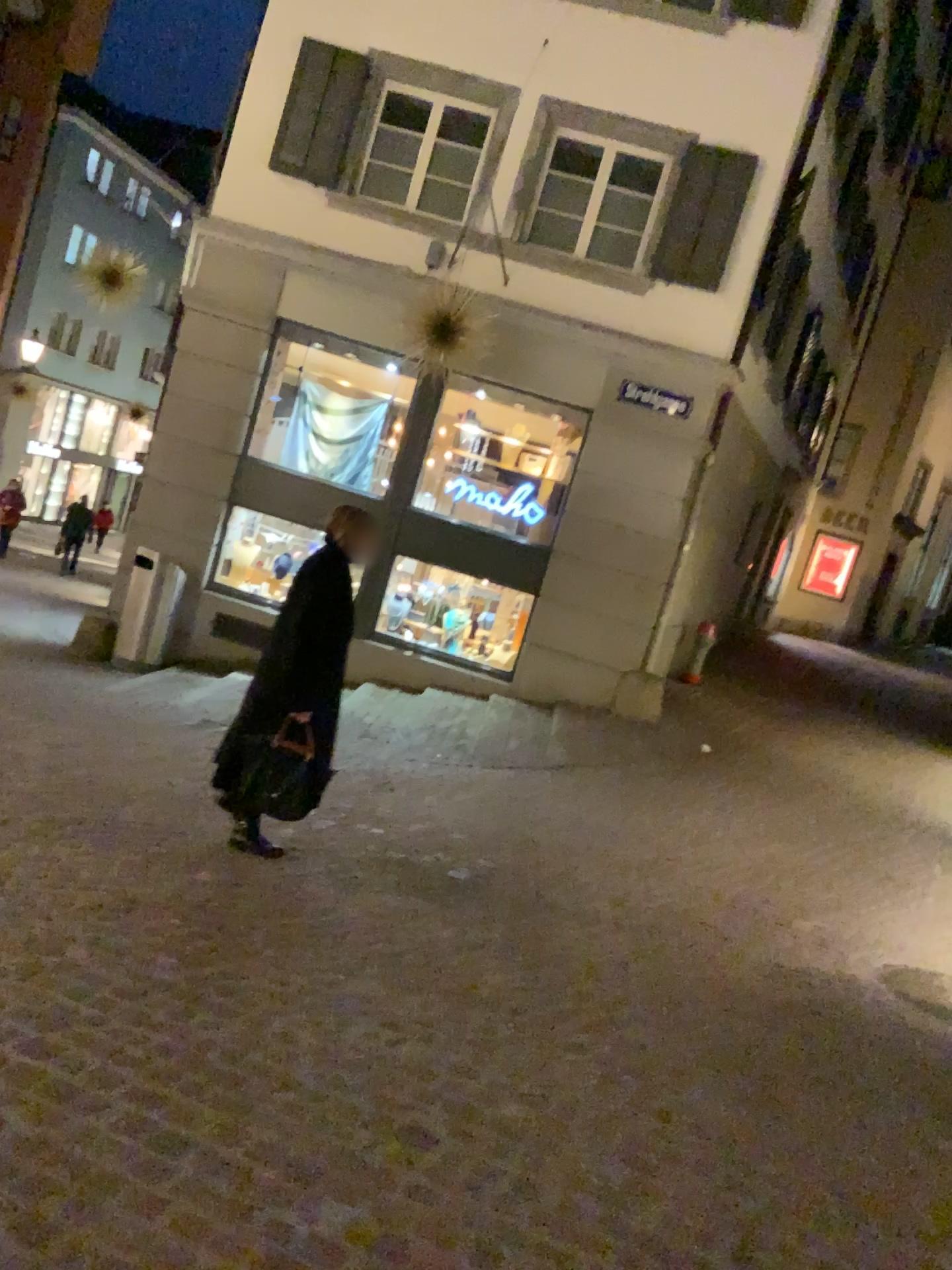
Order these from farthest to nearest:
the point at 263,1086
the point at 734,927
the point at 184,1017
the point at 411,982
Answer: the point at 734,927 → the point at 411,982 → the point at 184,1017 → the point at 263,1086

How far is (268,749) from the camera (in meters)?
4.43

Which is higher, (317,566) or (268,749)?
(317,566)

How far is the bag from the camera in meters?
4.4 m
